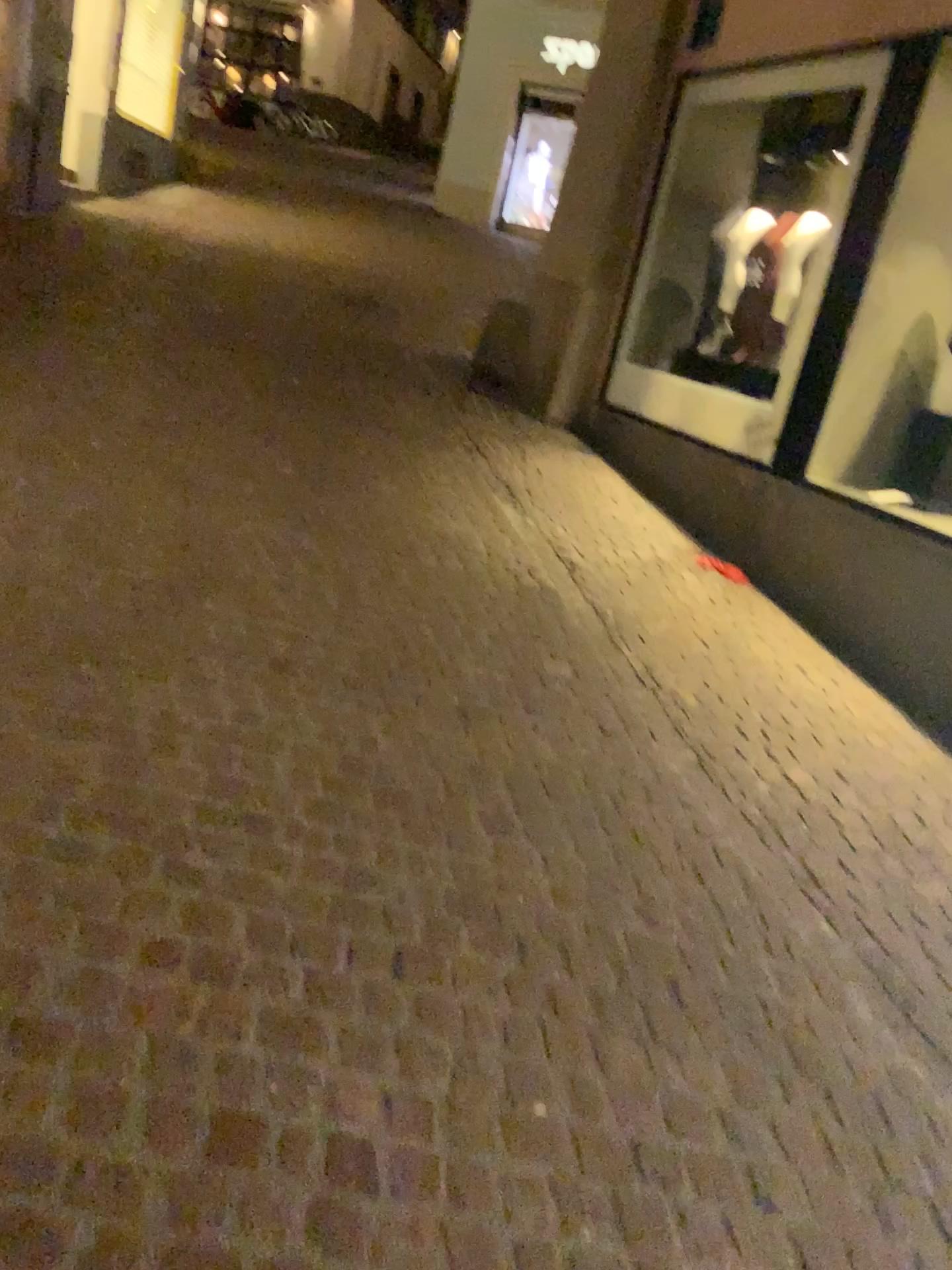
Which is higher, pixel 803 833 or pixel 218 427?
pixel 218 427
